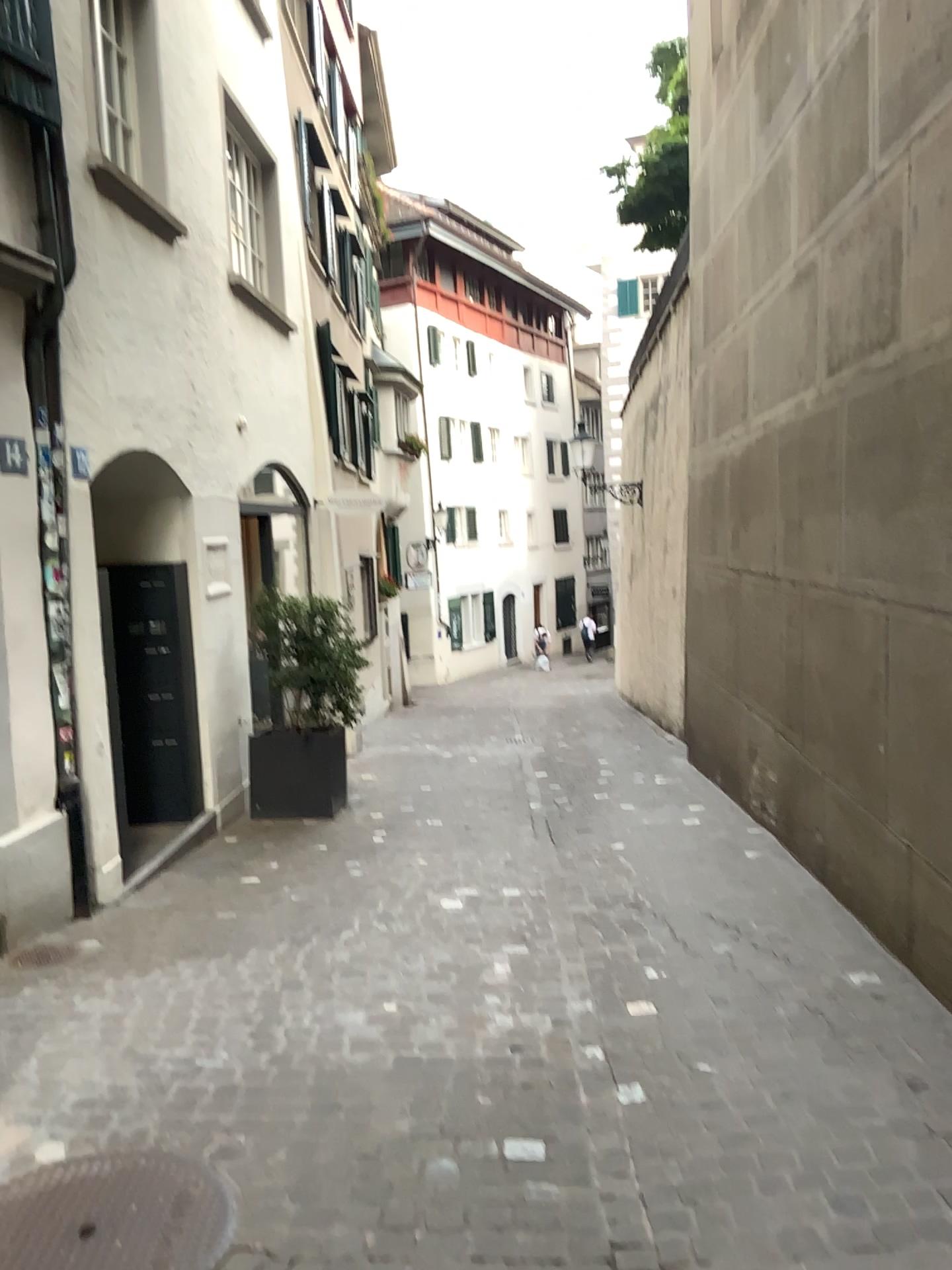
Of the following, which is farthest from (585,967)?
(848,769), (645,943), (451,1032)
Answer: (848,769)
